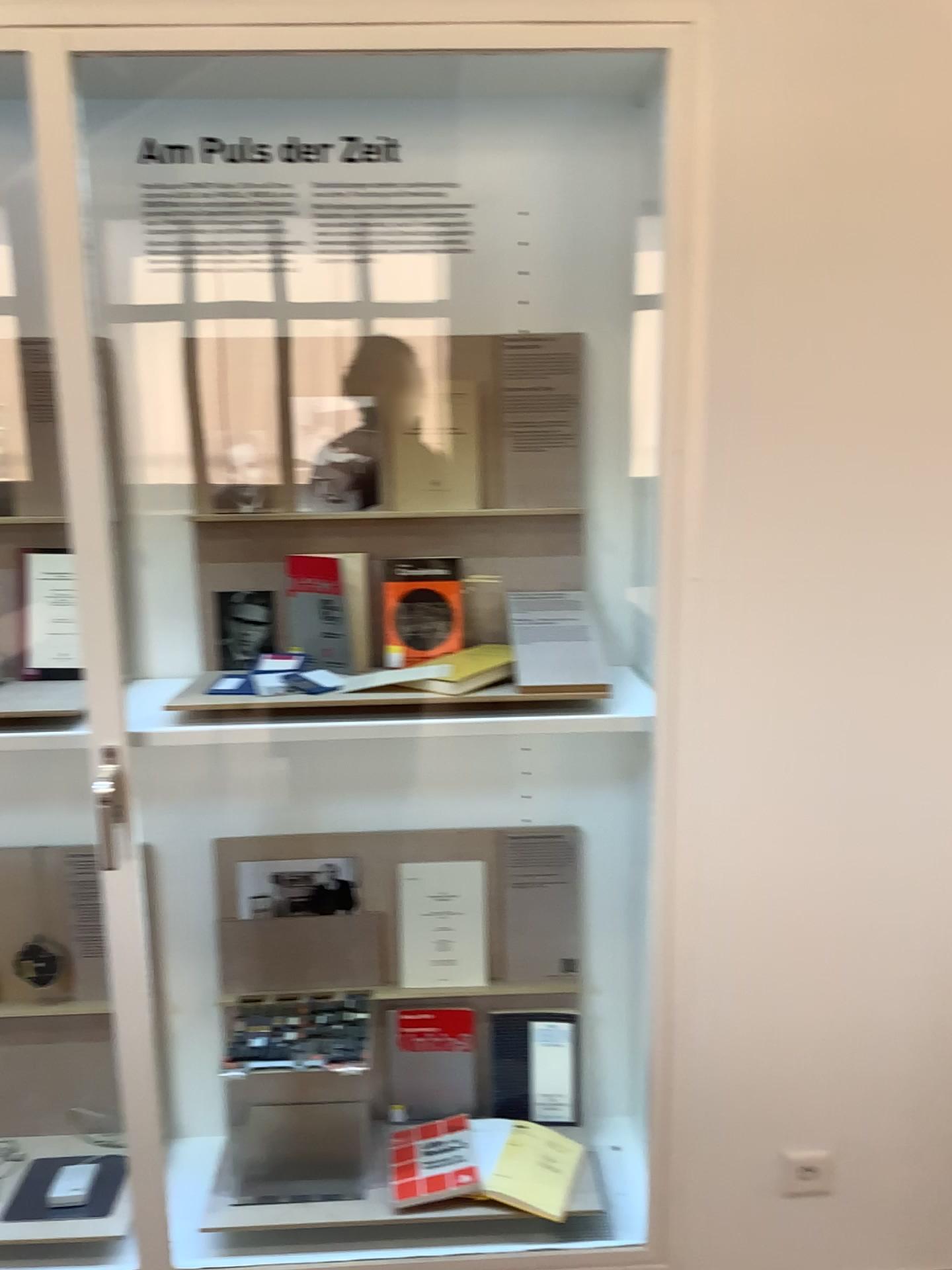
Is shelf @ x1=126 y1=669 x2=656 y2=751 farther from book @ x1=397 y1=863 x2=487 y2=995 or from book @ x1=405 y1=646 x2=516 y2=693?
book @ x1=397 y1=863 x2=487 y2=995

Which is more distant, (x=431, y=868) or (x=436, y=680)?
(x=431, y=868)

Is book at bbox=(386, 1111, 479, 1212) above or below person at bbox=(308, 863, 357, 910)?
below

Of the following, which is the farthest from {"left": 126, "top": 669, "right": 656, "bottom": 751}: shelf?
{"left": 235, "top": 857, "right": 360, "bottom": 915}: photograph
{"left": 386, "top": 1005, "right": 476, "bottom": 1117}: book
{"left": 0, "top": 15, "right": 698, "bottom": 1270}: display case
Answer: {"left": 386, "top": 1005, "right": 476, "bottom": 1117}: book

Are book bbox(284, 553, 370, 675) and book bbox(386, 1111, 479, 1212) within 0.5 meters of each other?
no

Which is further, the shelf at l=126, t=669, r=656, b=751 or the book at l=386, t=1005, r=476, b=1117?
the book at l=386, t=1005, r=476, b=1117

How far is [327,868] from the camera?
2.1m

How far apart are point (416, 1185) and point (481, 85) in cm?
192

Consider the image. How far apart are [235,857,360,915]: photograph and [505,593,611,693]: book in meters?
0.6

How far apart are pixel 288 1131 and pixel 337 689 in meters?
1.1 m
